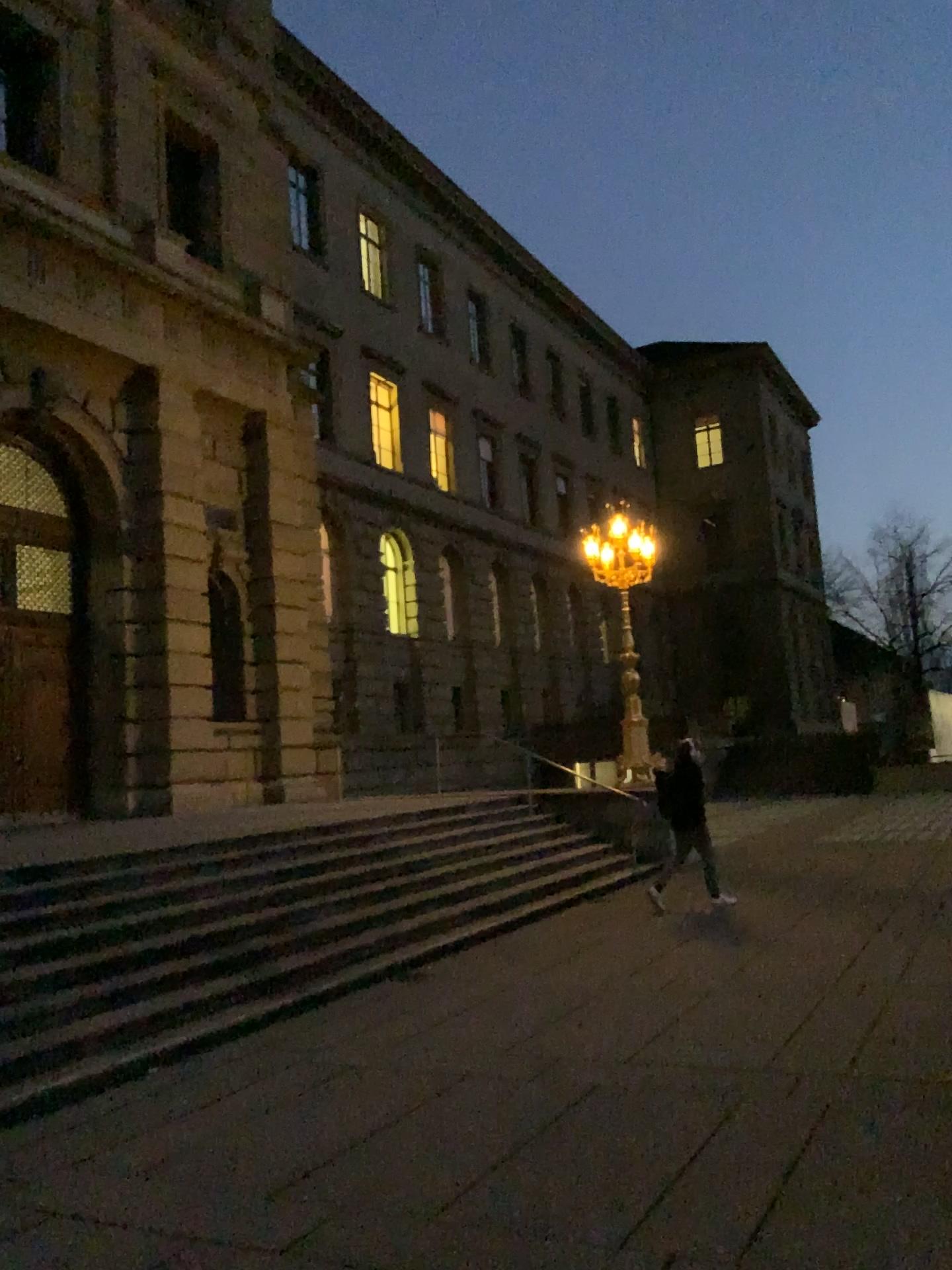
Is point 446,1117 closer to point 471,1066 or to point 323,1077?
point 471,1066
